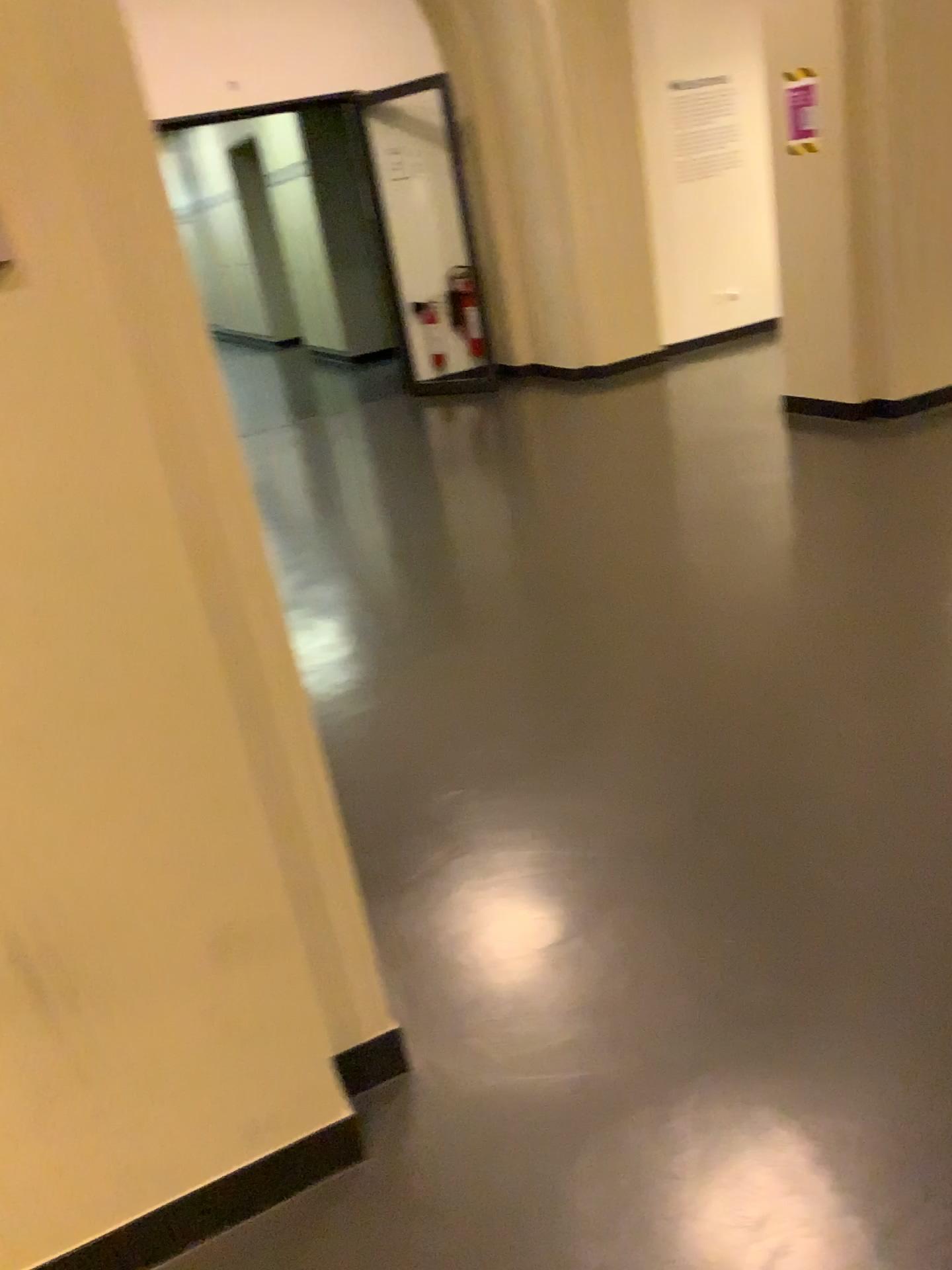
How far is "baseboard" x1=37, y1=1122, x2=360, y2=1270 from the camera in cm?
156

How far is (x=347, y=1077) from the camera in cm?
179

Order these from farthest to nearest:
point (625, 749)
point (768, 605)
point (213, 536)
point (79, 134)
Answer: point (768, 605), point (625, 749), point (213, 536), point (79, 134)

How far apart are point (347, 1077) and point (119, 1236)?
0.41m

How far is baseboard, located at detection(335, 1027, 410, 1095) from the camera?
1.8m

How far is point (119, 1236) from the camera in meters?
1.6 m
